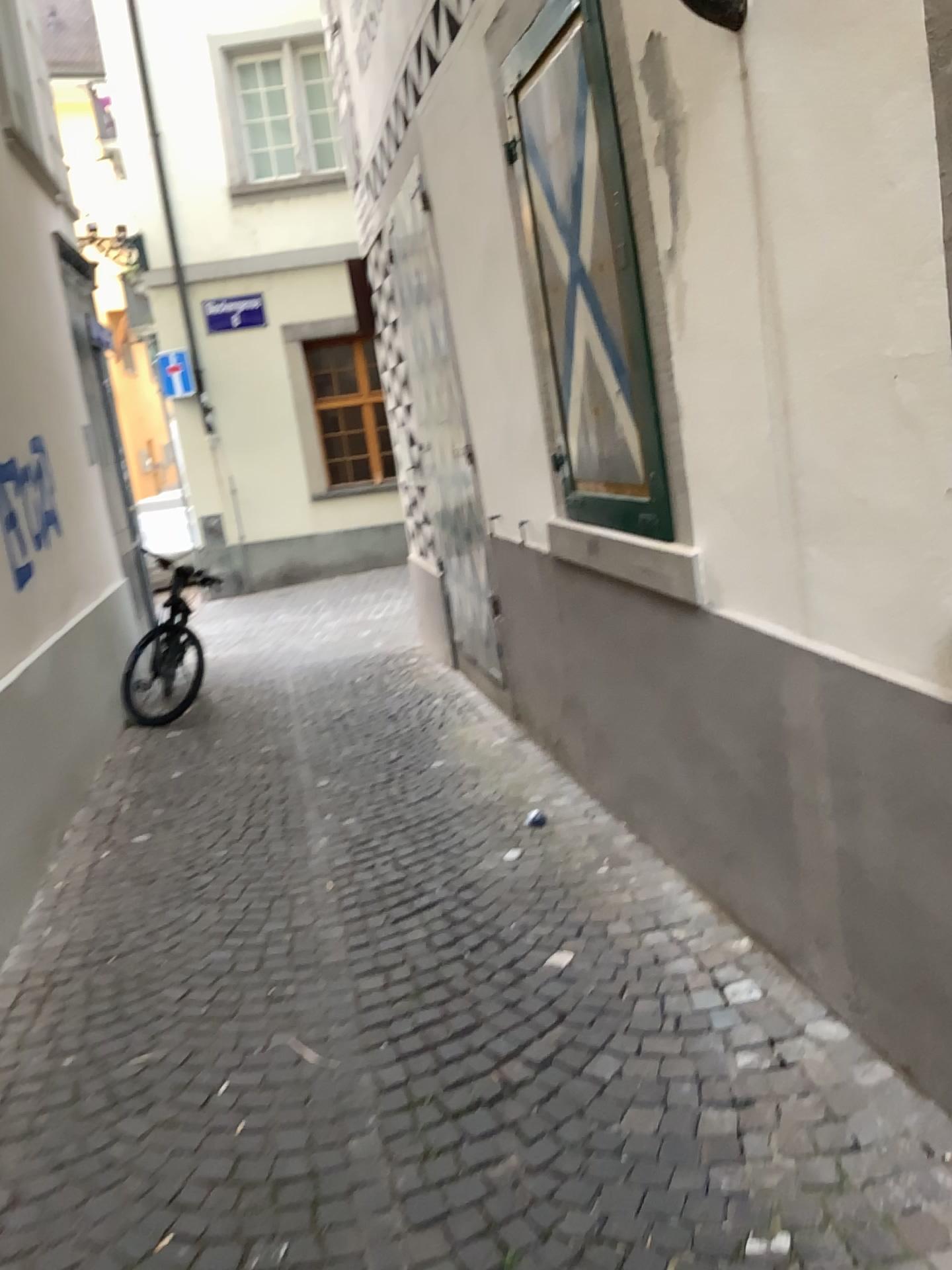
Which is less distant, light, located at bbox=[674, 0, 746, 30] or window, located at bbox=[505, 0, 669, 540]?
light, located at bbox=[674, 0, 746, 30]

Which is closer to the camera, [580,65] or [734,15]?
[734,15]

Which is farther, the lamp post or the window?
the window

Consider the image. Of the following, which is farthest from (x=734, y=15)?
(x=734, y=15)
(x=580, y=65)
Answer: (x=580, y=65)

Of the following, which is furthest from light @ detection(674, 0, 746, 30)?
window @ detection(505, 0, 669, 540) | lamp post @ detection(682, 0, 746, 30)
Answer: window @ detection(505, 0, 669, 540)

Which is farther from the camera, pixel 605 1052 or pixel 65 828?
pixel 65 828

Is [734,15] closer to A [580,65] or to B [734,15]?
B [734,15]

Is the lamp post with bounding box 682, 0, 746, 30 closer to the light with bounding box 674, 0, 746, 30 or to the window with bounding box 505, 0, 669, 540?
the light with bounding box 674, 0, 746, 30
